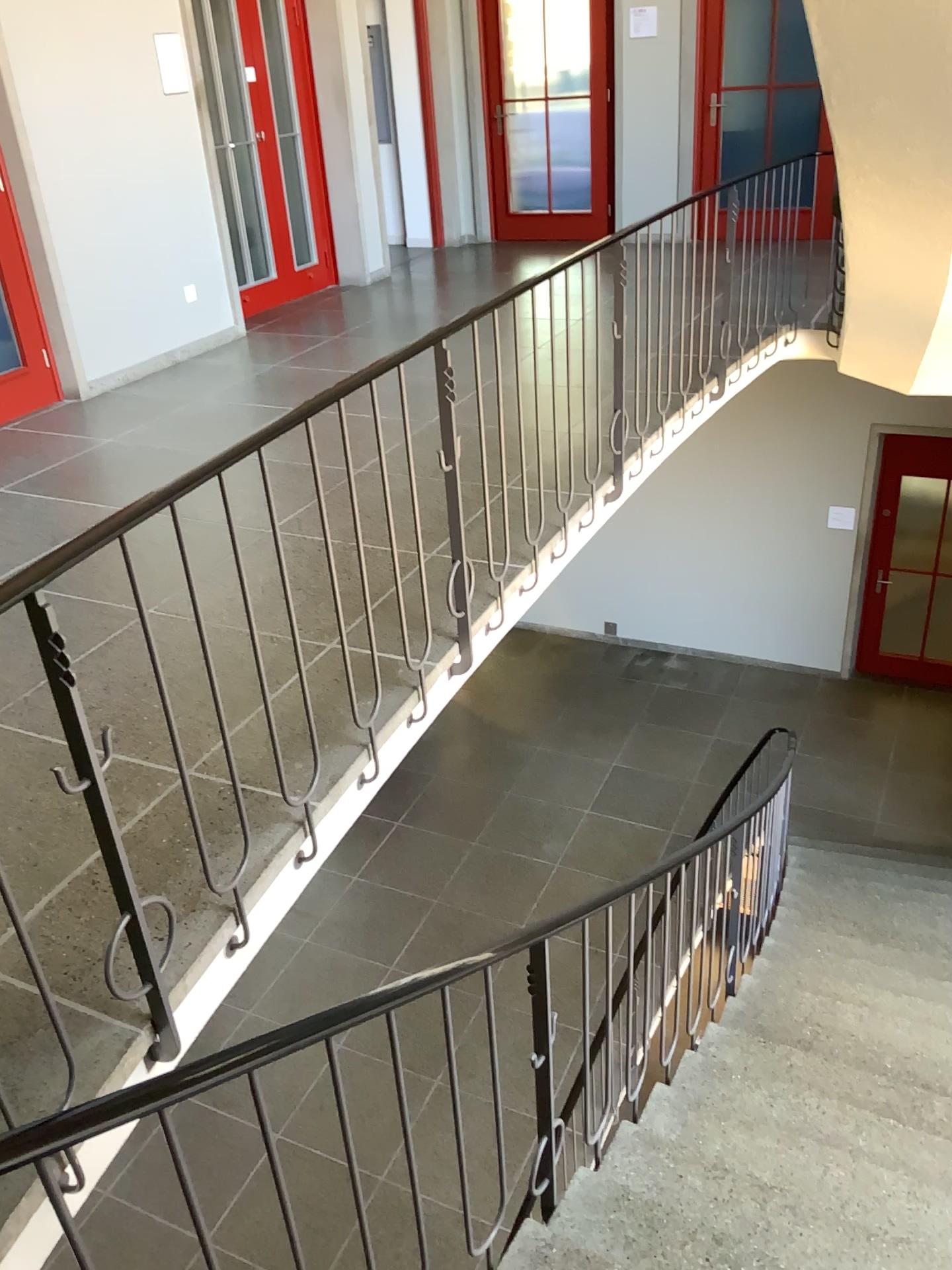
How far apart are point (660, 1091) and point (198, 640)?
2.2 meters
